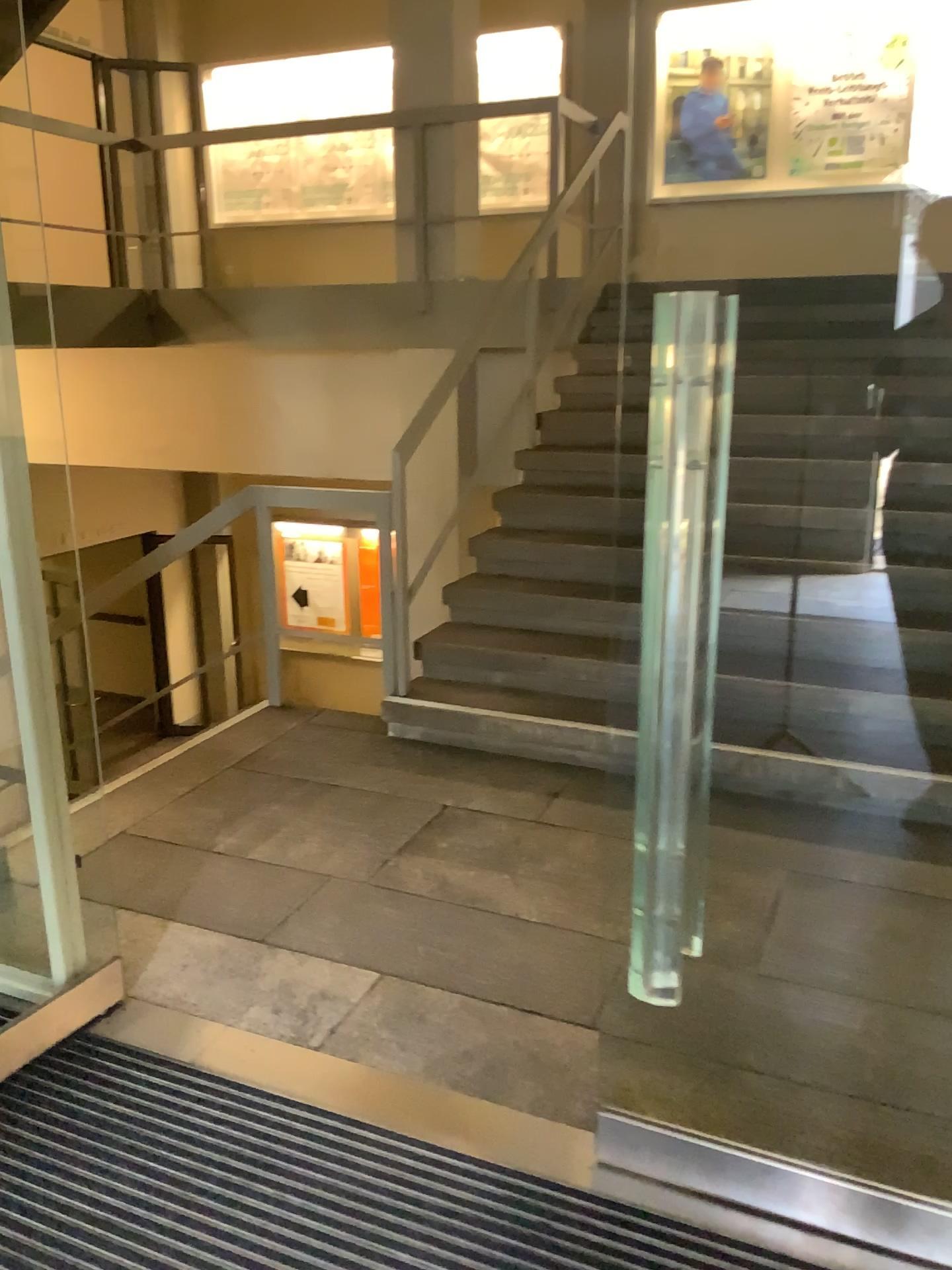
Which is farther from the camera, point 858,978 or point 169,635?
point 169,635
